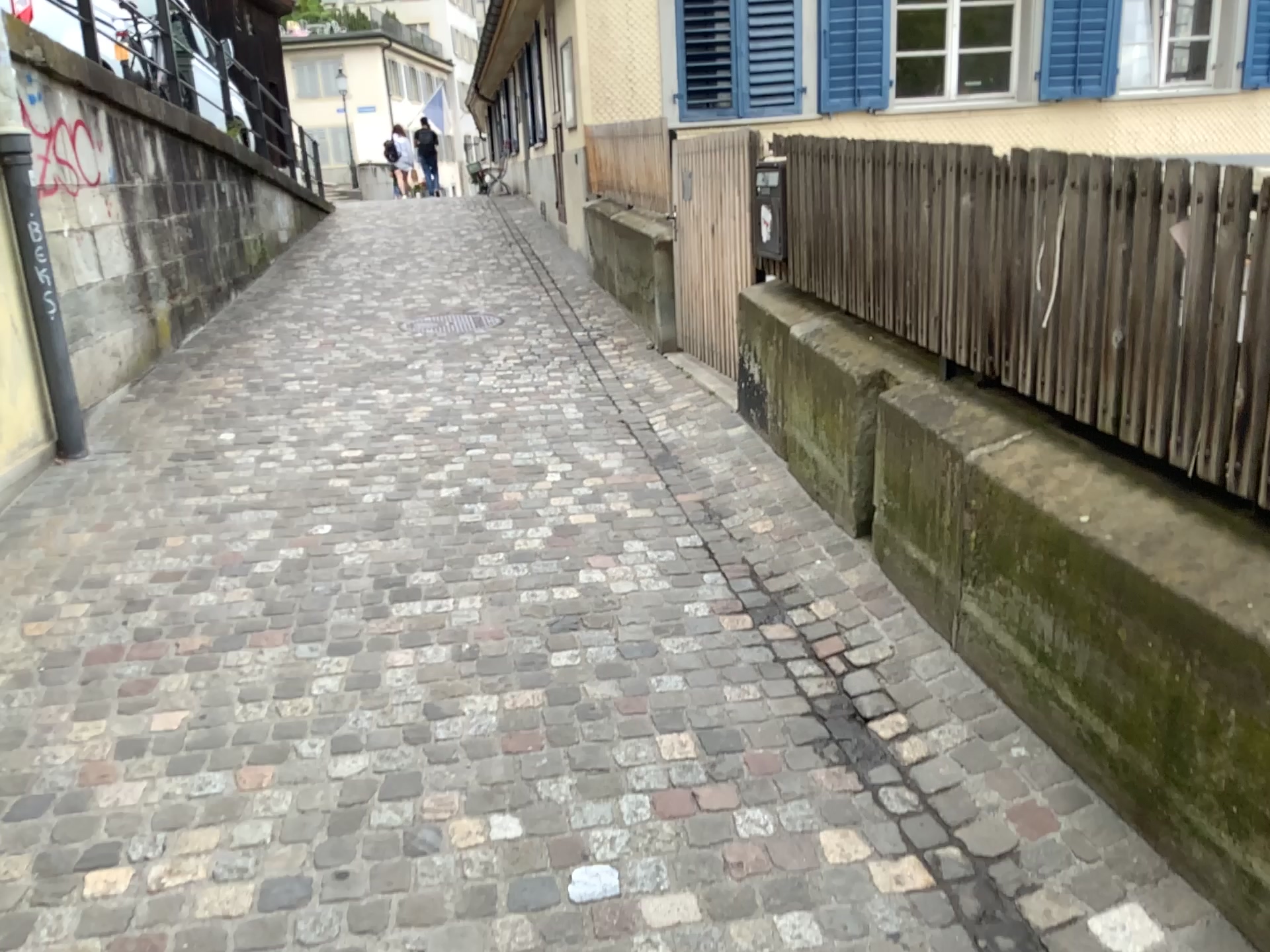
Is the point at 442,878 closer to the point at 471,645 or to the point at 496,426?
the point at 471,645
